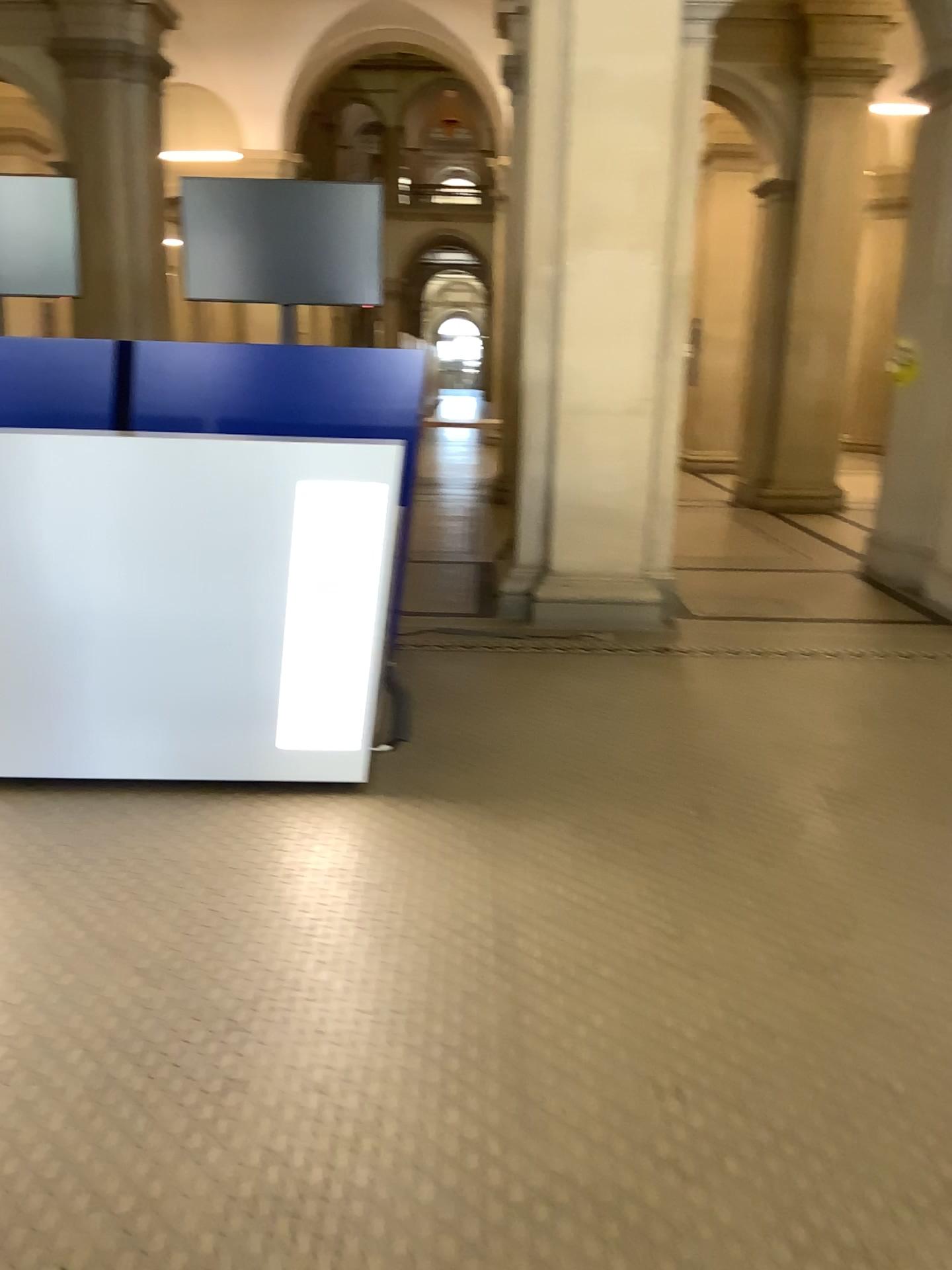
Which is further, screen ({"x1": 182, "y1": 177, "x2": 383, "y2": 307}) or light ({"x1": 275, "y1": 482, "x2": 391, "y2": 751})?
screen ({"x1": 182, "y1": 177, "x2": 383, "y2": 307})

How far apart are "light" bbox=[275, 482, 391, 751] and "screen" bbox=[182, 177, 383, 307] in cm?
193

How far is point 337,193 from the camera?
4.8 meters

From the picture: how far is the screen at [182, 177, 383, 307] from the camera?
4.78m

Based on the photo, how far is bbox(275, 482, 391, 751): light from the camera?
3.28m

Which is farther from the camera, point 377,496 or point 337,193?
point 337,193

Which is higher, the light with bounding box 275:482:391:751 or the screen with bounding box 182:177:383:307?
the screen with bounding box 182:177:383:307

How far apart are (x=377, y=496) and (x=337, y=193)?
2.2m

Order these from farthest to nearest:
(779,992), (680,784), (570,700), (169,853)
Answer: (570,700) → (680,784) → (169,853) → (779,992)
